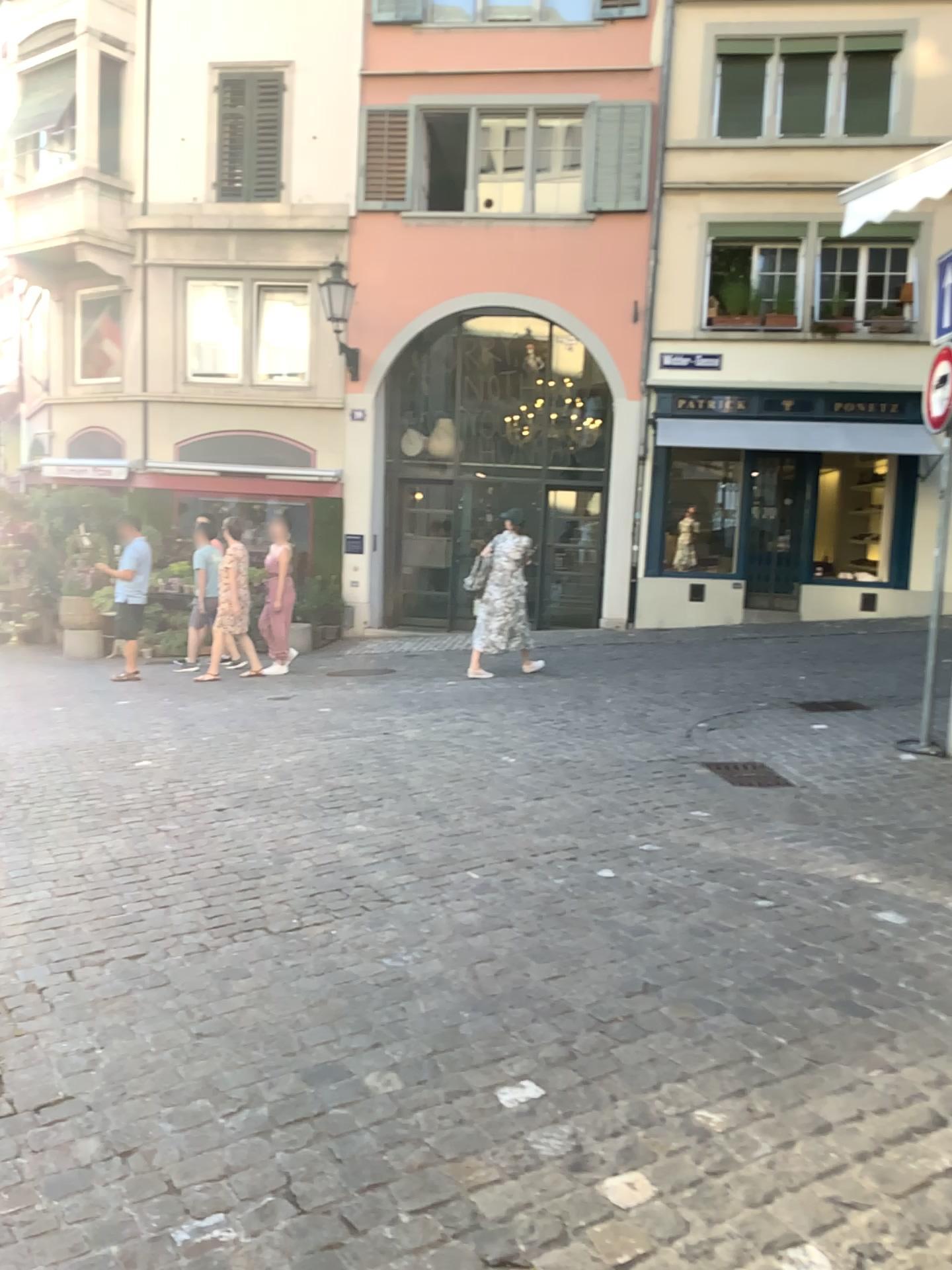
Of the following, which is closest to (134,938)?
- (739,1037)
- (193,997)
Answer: (193,997)
